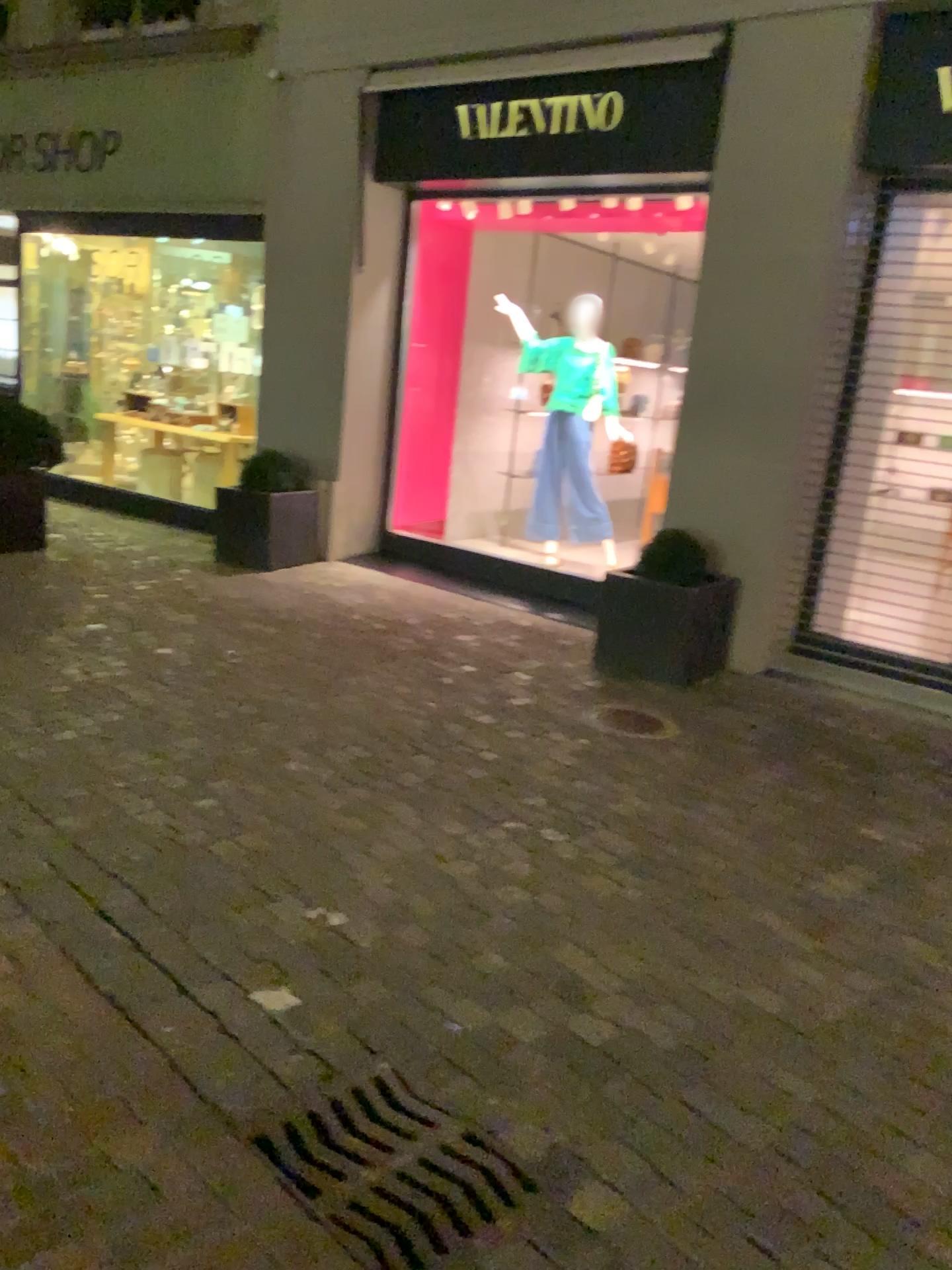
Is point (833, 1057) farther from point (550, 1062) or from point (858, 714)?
point (858, 714)

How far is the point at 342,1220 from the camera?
1.79m

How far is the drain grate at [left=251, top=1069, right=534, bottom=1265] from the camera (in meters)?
1.79
